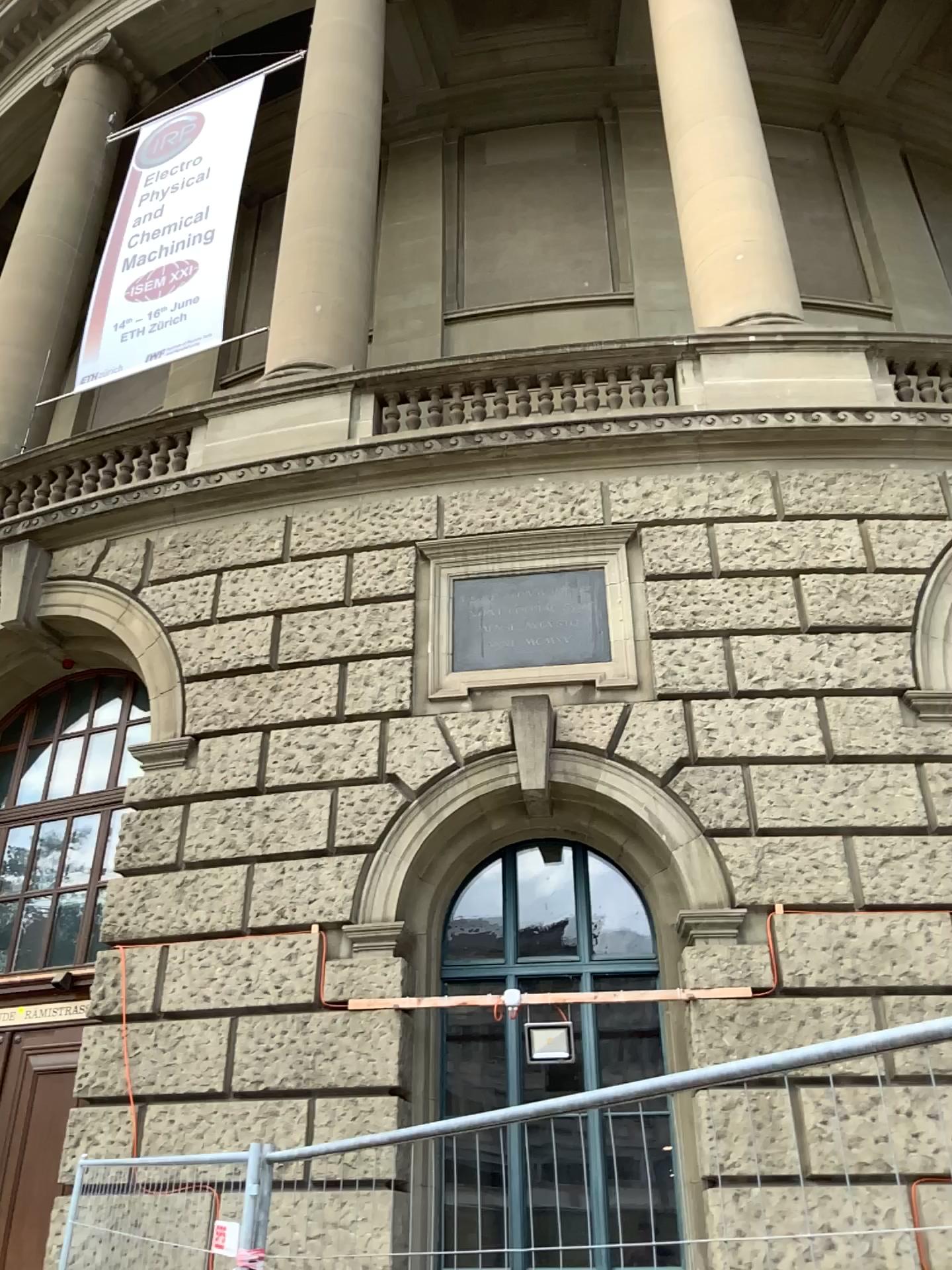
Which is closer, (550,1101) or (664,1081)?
(664,1081)
